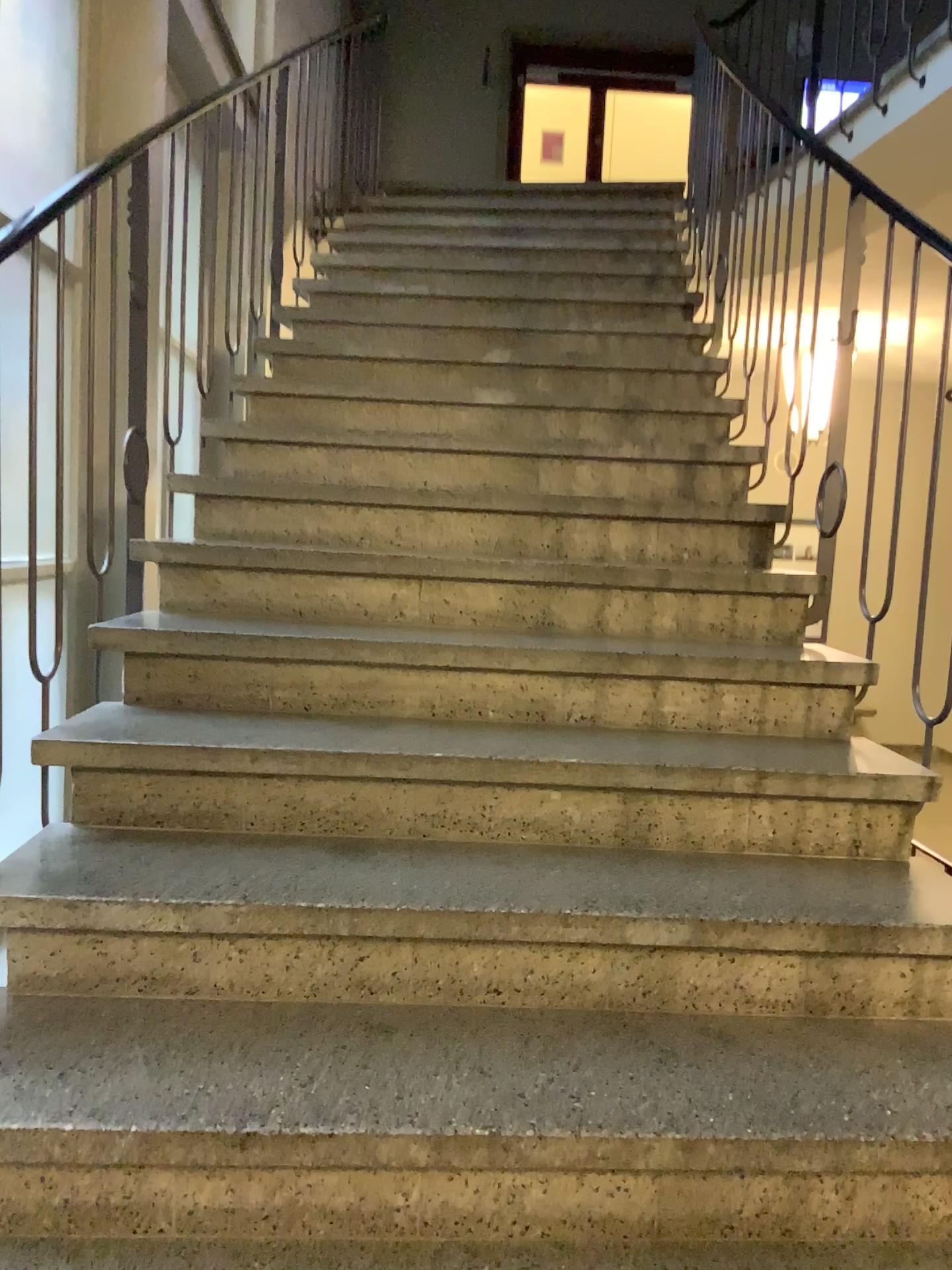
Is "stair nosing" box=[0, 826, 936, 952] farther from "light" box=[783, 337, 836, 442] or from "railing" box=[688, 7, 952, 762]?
"light" box=[783, 337, 836, 442]

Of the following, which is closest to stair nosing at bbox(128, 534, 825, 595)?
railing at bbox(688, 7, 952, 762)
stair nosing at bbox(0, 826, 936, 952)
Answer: railing at bbox(688, 7, 952, 762)

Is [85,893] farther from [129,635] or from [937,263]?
[937,263]

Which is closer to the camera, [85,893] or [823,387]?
[85,893]

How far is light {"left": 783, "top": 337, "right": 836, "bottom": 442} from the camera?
2.6m

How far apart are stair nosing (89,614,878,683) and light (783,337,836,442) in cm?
63

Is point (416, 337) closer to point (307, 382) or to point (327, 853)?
point (307, 382)

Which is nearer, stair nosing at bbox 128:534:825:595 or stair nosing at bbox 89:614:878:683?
stair nosing at bbox 89:614:878:683

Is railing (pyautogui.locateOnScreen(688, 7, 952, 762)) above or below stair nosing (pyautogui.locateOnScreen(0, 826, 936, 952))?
above

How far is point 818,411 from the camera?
2.6 meters
